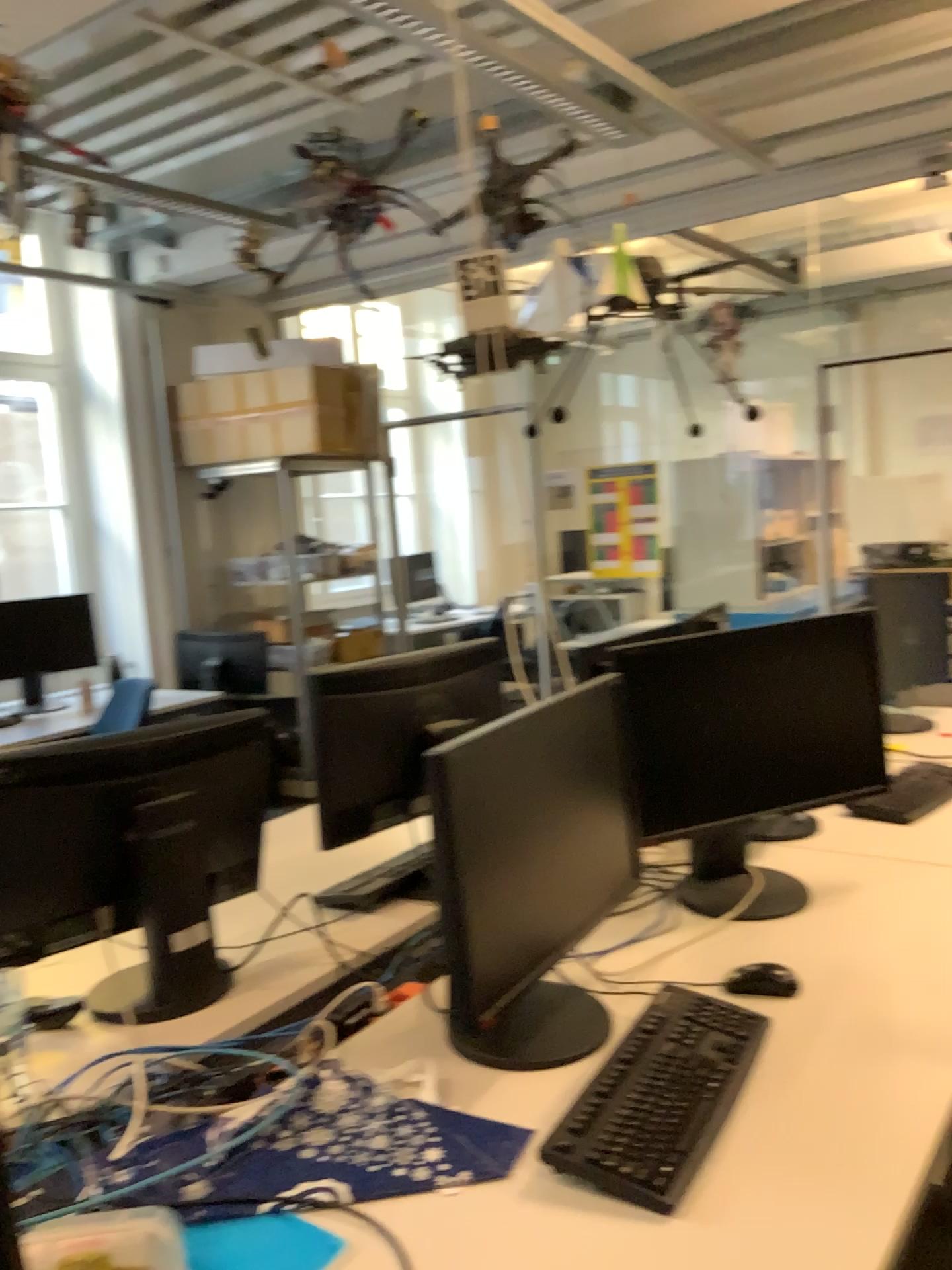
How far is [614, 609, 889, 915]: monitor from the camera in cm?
192

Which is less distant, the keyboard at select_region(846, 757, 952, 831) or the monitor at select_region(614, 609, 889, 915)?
the monitor at select_region(614, 609, 889, 915)

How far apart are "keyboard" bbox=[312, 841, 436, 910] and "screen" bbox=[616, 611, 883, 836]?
0.5 meters

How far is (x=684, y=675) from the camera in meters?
1.9 m

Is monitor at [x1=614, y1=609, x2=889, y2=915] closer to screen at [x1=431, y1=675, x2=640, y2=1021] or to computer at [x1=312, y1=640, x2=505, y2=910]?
screen at [x1=431, y1=675, x2=640, y2=1021]

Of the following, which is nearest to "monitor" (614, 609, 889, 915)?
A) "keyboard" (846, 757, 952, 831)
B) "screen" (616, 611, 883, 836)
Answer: "screen" (616, 611, 883, 836)

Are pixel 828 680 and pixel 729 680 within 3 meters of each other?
yes

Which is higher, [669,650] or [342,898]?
[669,650]

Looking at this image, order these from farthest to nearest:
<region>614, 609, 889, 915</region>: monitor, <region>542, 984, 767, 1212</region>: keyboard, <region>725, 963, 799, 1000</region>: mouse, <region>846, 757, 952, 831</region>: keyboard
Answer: <region>846, 757, 952, 831</region>: keyboard < <region>614, 609, 889, 915</region>: monitor < <region>725, 963, 799, 1000</region>: mouse < <region>542, 984, 767, 1212</region>: keyboard

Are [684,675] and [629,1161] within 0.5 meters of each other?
no
